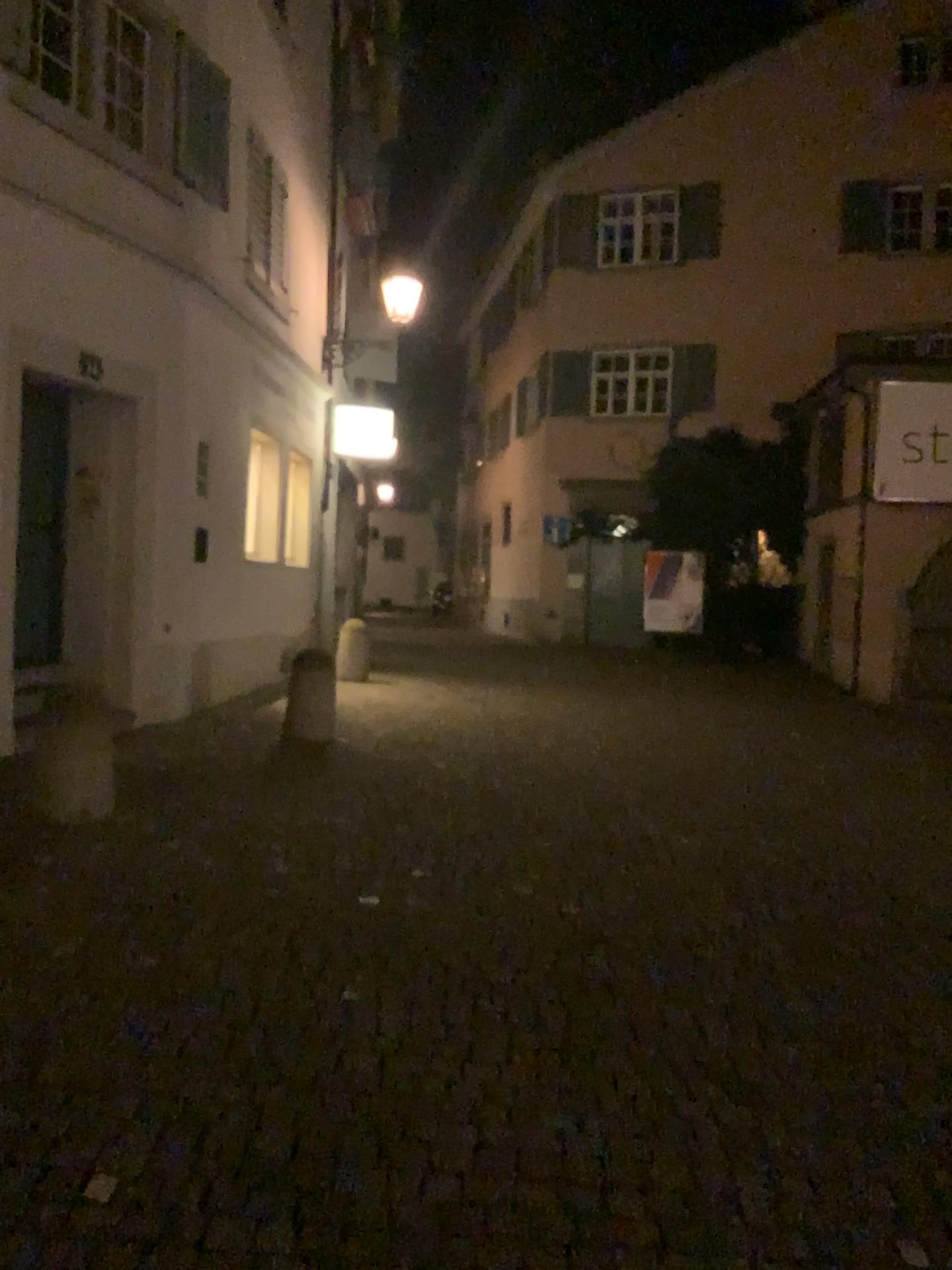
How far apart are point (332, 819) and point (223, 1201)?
3.2m
